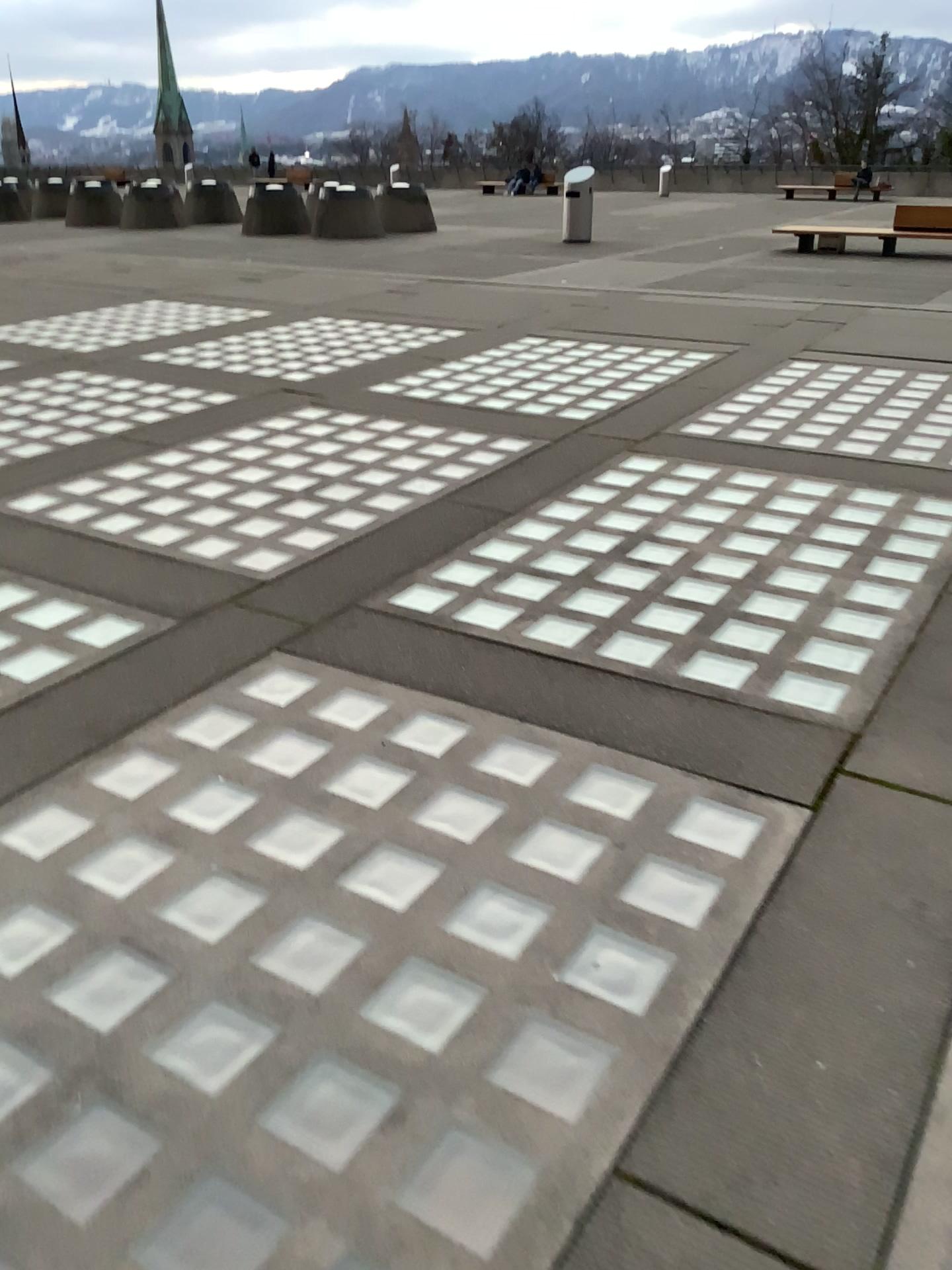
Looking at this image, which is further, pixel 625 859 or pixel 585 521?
pixel 585 521
